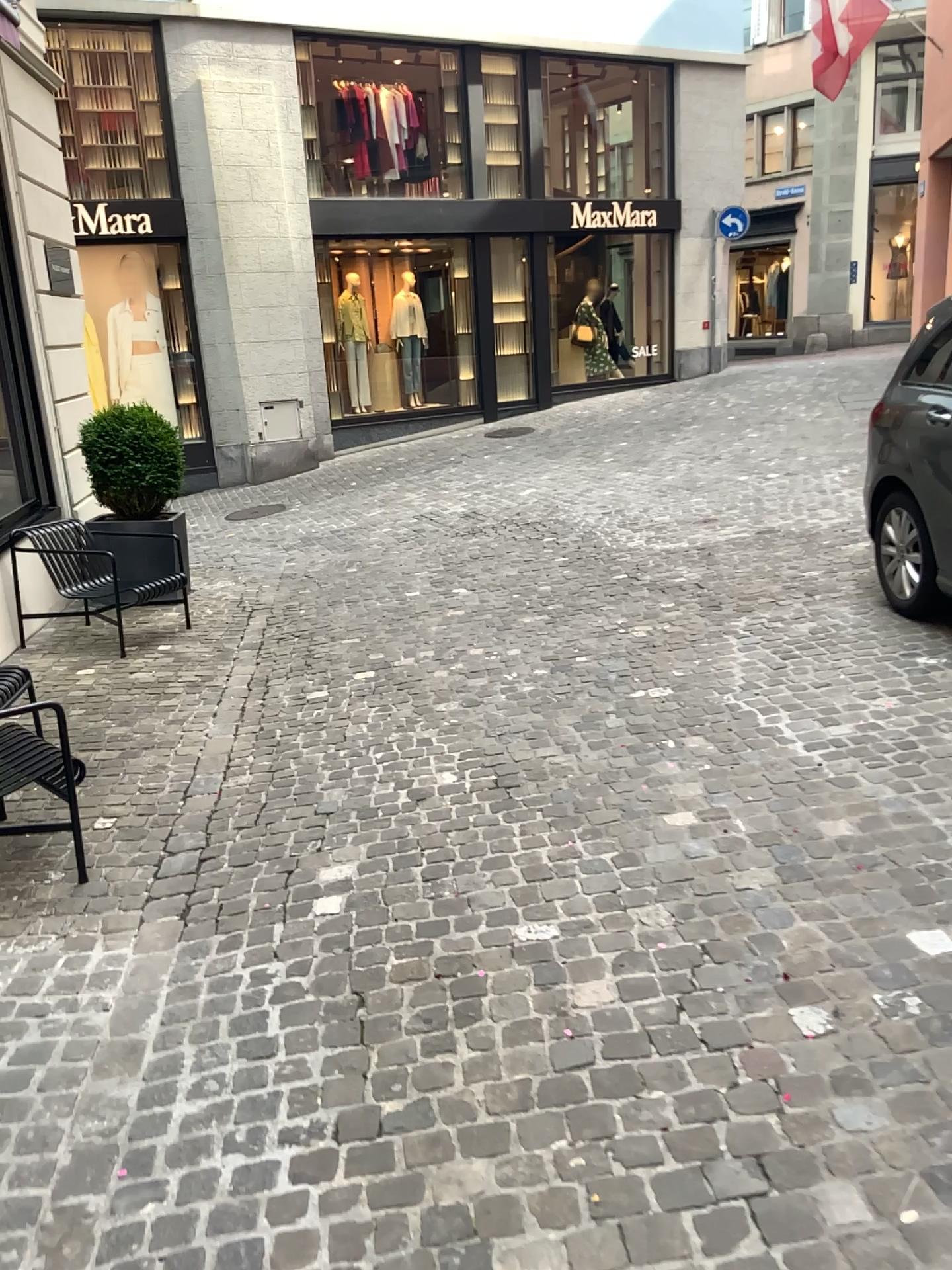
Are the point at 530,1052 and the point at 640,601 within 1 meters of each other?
no
